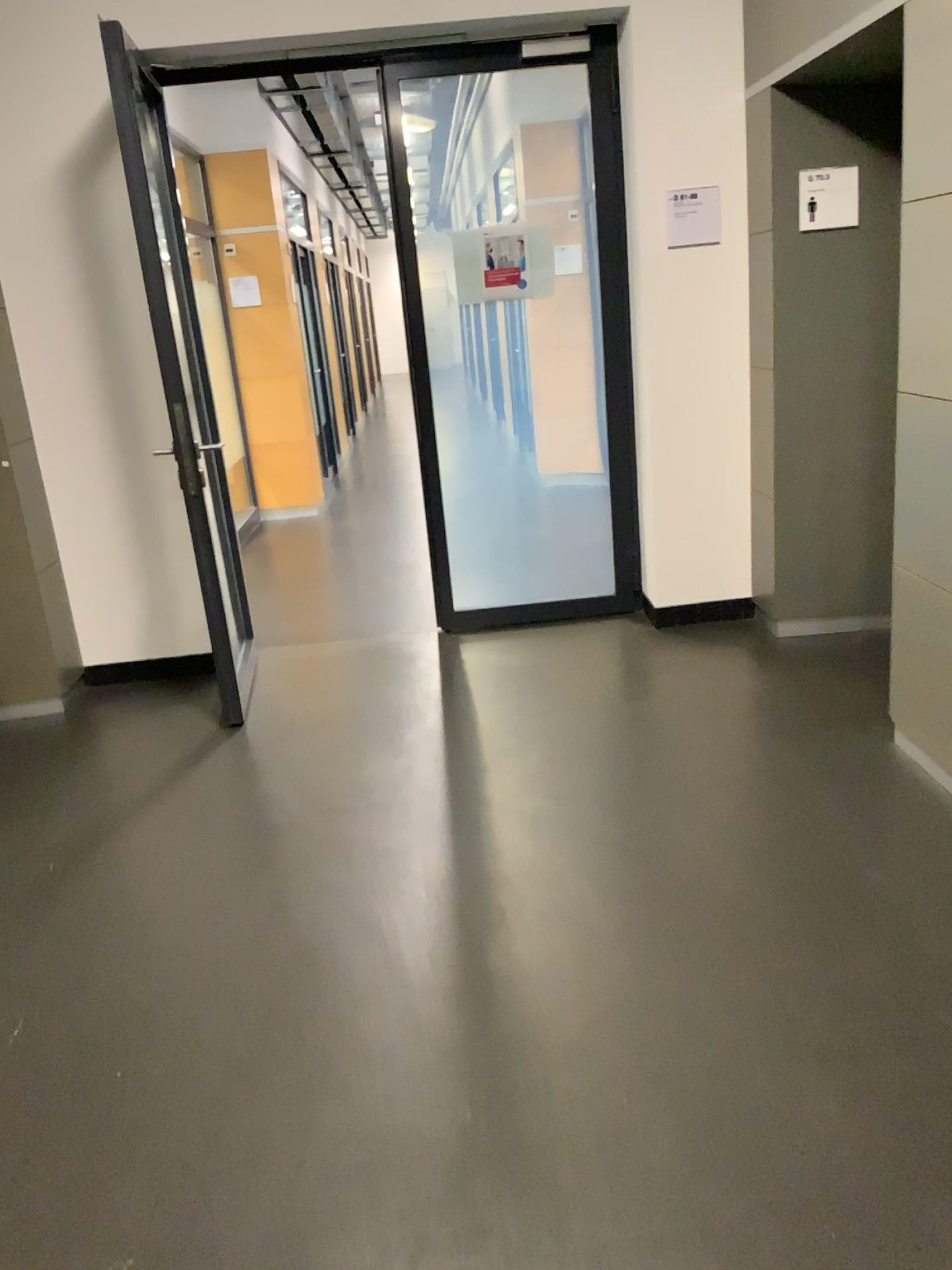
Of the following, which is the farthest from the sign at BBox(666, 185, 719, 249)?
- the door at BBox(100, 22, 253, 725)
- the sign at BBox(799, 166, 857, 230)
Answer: the door at BBox(100, 22, 253, 725)

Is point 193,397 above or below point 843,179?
below

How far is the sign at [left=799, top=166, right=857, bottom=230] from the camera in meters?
3.8 m

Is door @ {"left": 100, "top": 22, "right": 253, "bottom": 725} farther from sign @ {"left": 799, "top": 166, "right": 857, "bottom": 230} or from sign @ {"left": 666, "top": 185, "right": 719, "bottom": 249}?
sign @ {"left": 799, "top": 166, "right": 857, "bottom": 230}

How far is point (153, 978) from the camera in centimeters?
248cm

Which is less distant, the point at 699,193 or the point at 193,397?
the point at 193,397

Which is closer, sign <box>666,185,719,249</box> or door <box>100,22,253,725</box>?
door <box>100,22,253,725</box>

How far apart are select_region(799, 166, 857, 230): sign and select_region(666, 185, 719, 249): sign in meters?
0.4 m

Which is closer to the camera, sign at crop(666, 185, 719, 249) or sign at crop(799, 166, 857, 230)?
sign at crop(799, 166, 857, 230)

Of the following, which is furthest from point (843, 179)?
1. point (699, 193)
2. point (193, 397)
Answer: point (193, 397)
